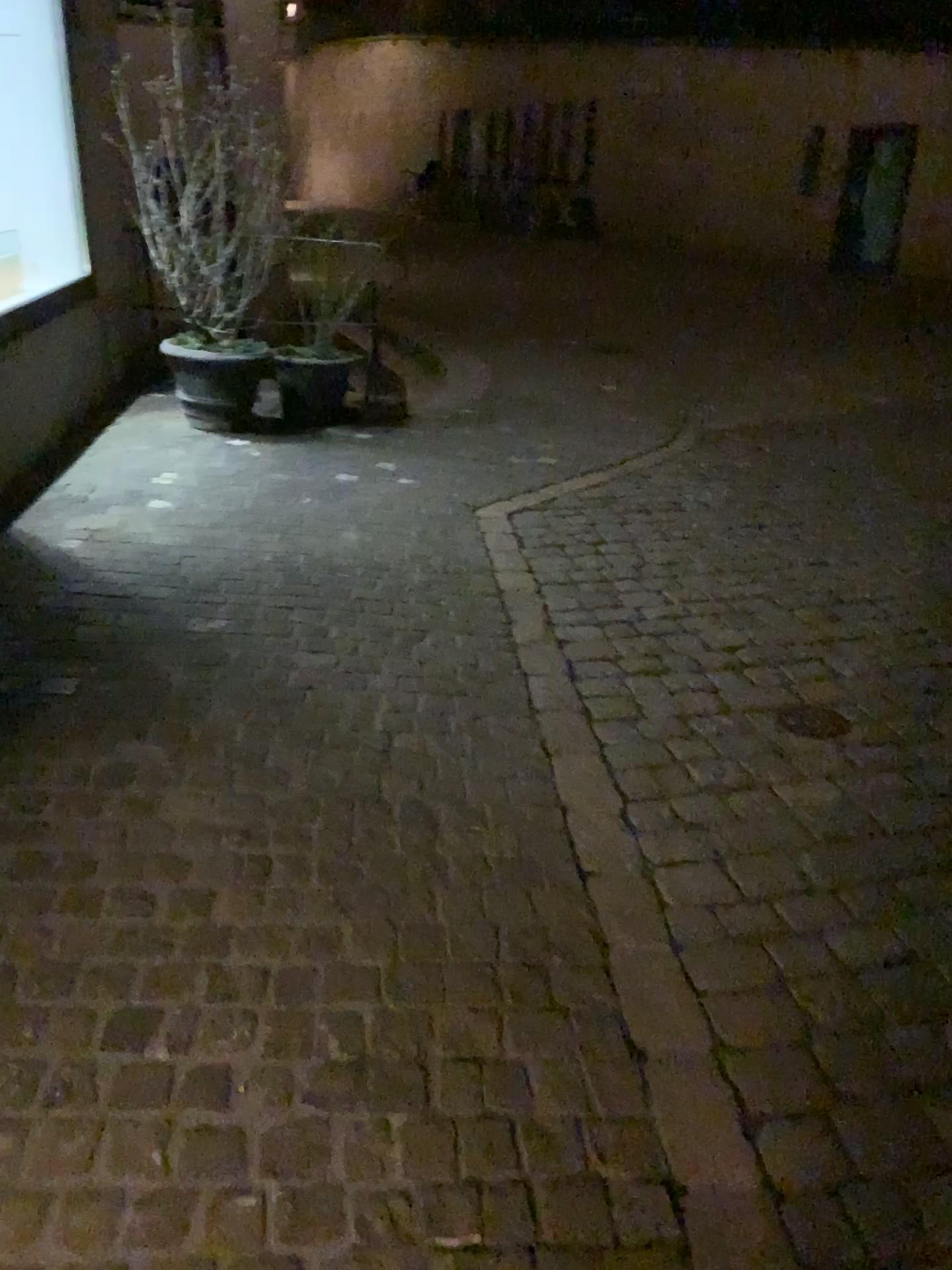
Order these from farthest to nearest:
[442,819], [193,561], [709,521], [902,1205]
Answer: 1. [709,521]
2. [193,561]
3. [442,819]
4. [902,1205]
